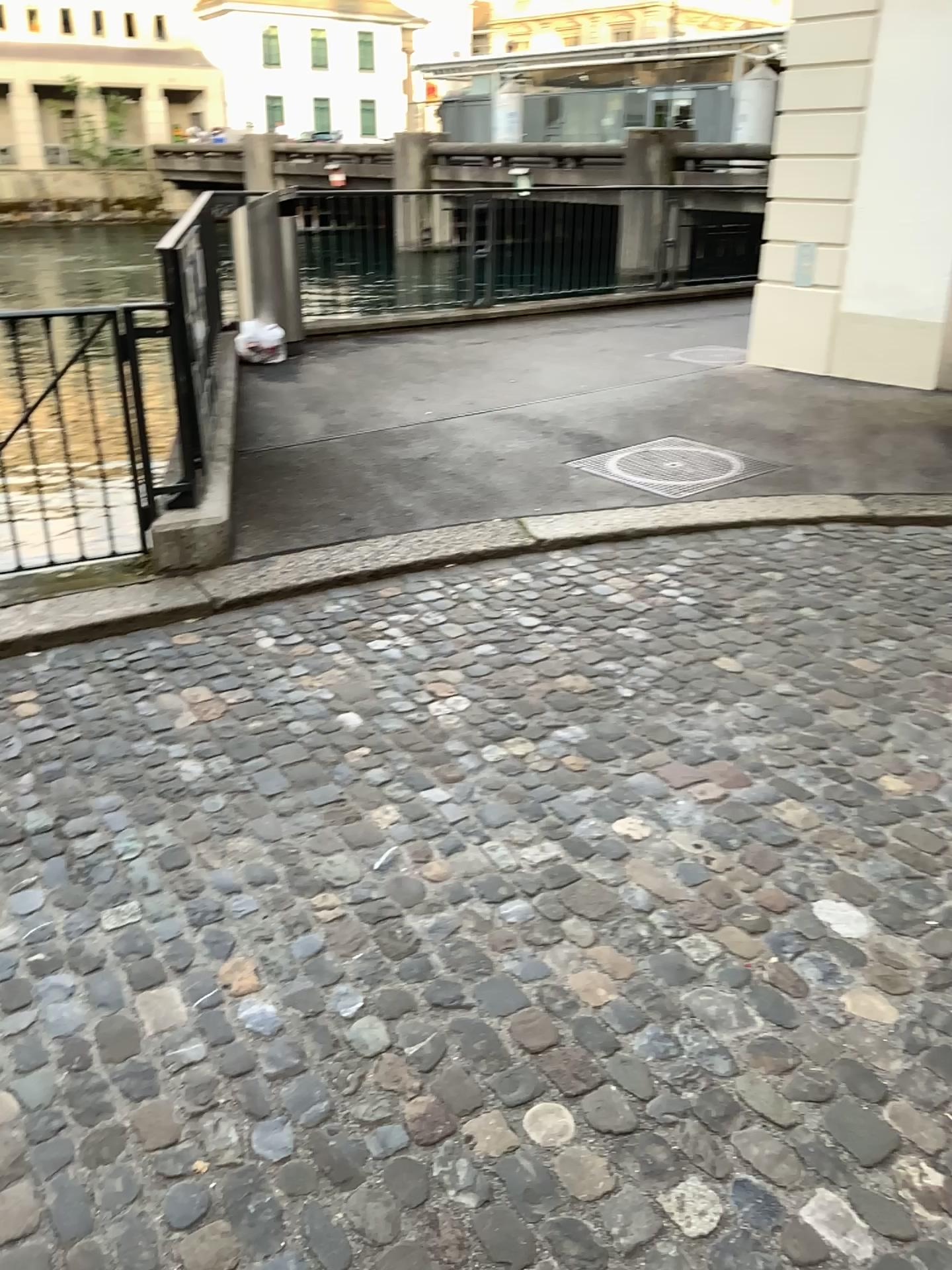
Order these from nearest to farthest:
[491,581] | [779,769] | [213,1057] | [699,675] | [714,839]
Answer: [213,1057] → [714,839] → [779,769] → [699,675] → [491,581]
